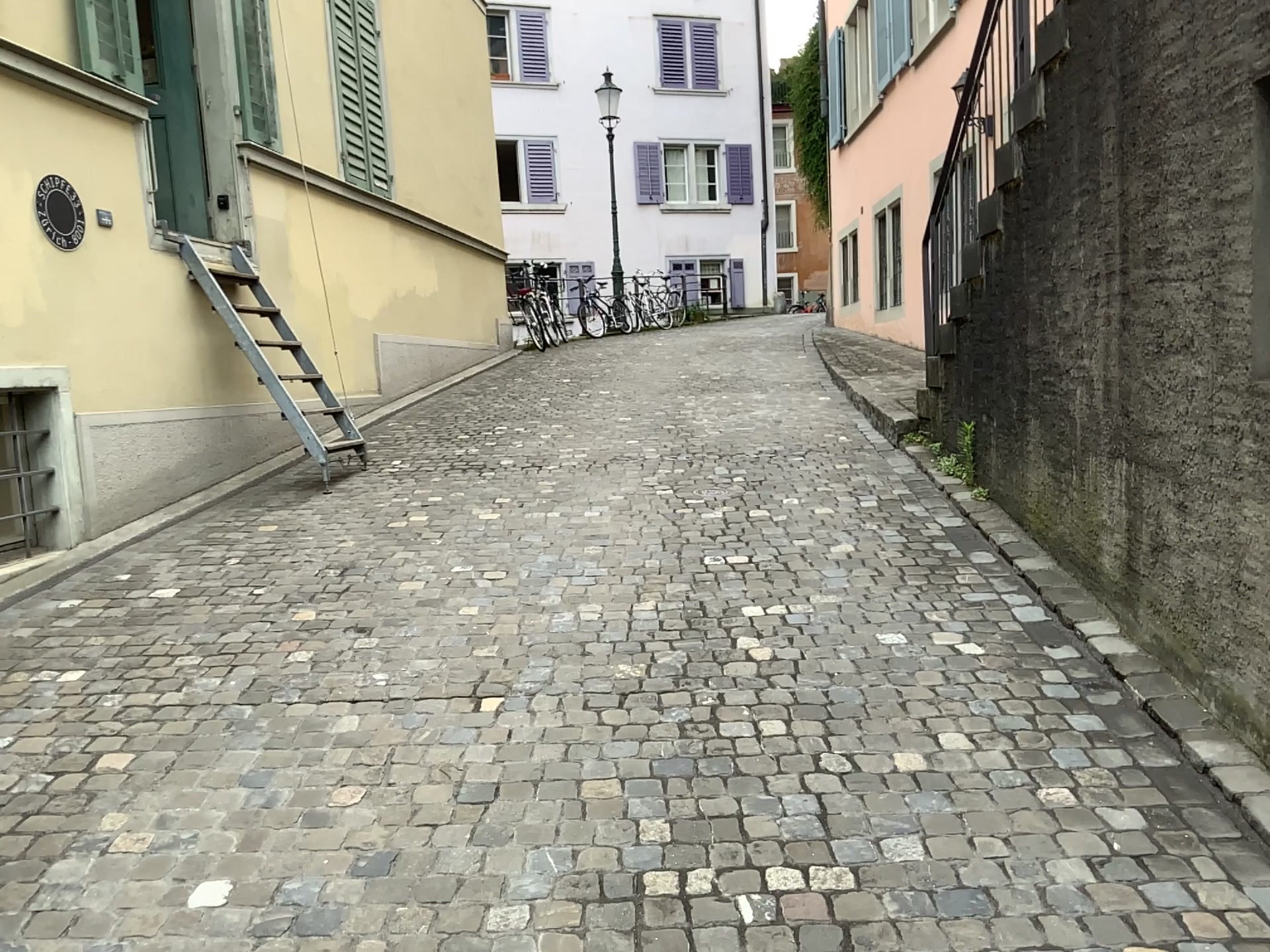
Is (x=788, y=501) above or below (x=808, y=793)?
above
